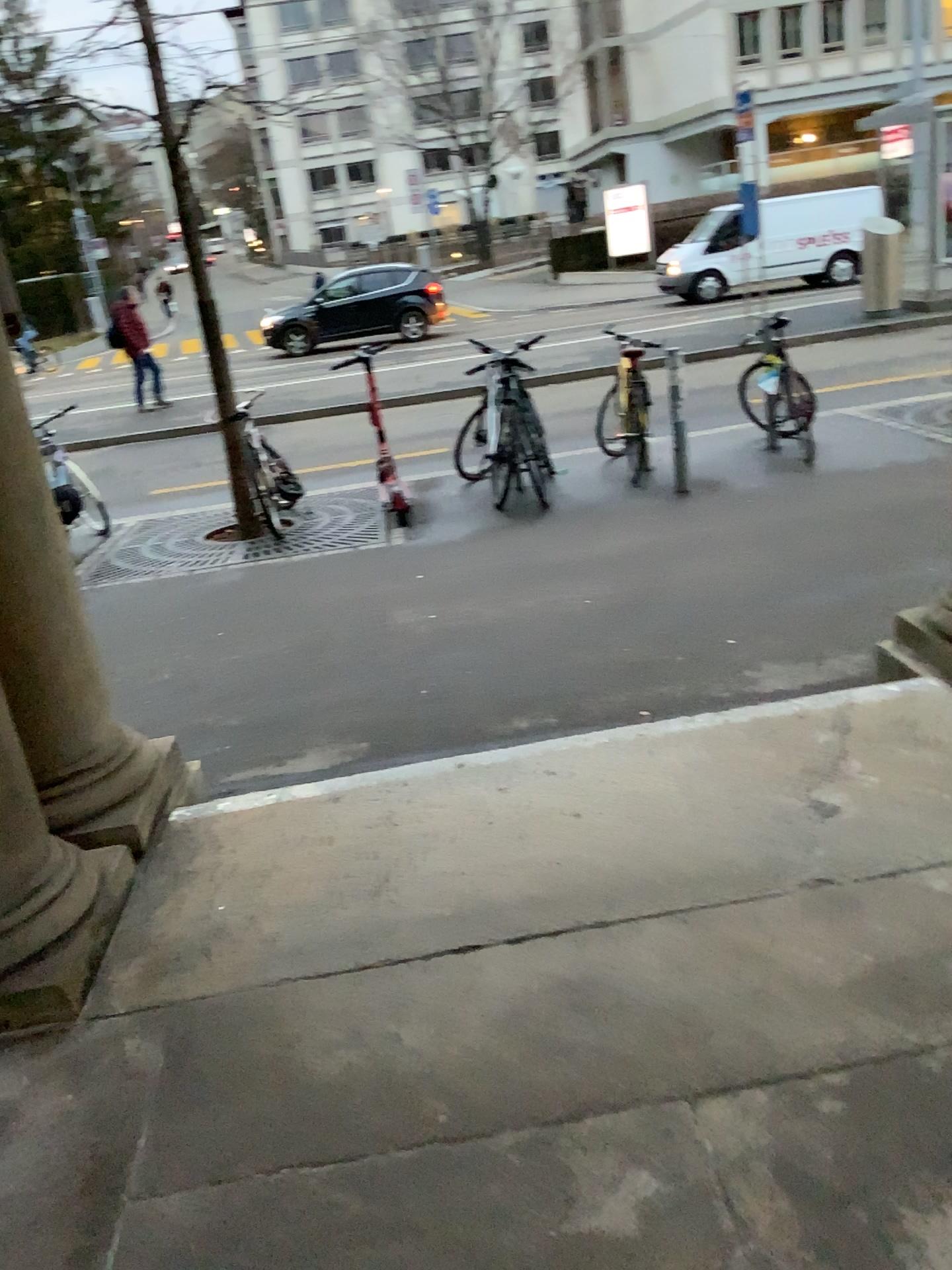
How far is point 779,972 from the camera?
2.1m
